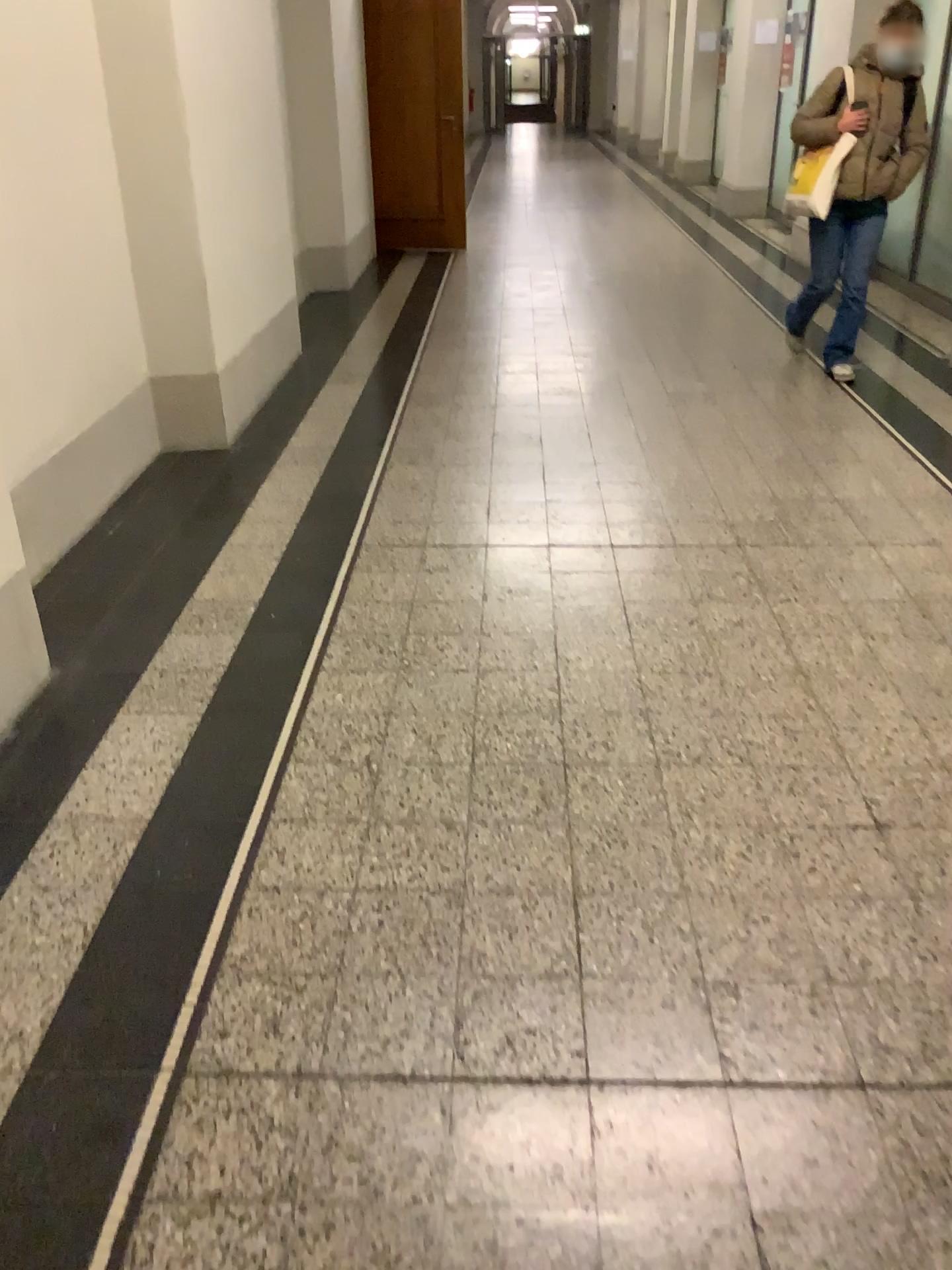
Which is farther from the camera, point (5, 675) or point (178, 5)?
point (178, 5)

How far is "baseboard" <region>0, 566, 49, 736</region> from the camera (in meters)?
2.46

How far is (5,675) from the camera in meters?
2.5

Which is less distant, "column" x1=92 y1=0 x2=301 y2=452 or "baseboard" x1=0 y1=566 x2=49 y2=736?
"baseboard" x1=0 y1=566 x2=49 y2=736

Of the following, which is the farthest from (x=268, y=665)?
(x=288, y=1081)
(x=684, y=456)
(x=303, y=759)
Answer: (x=684, y=456)

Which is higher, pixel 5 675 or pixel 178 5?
pixel 178 5
